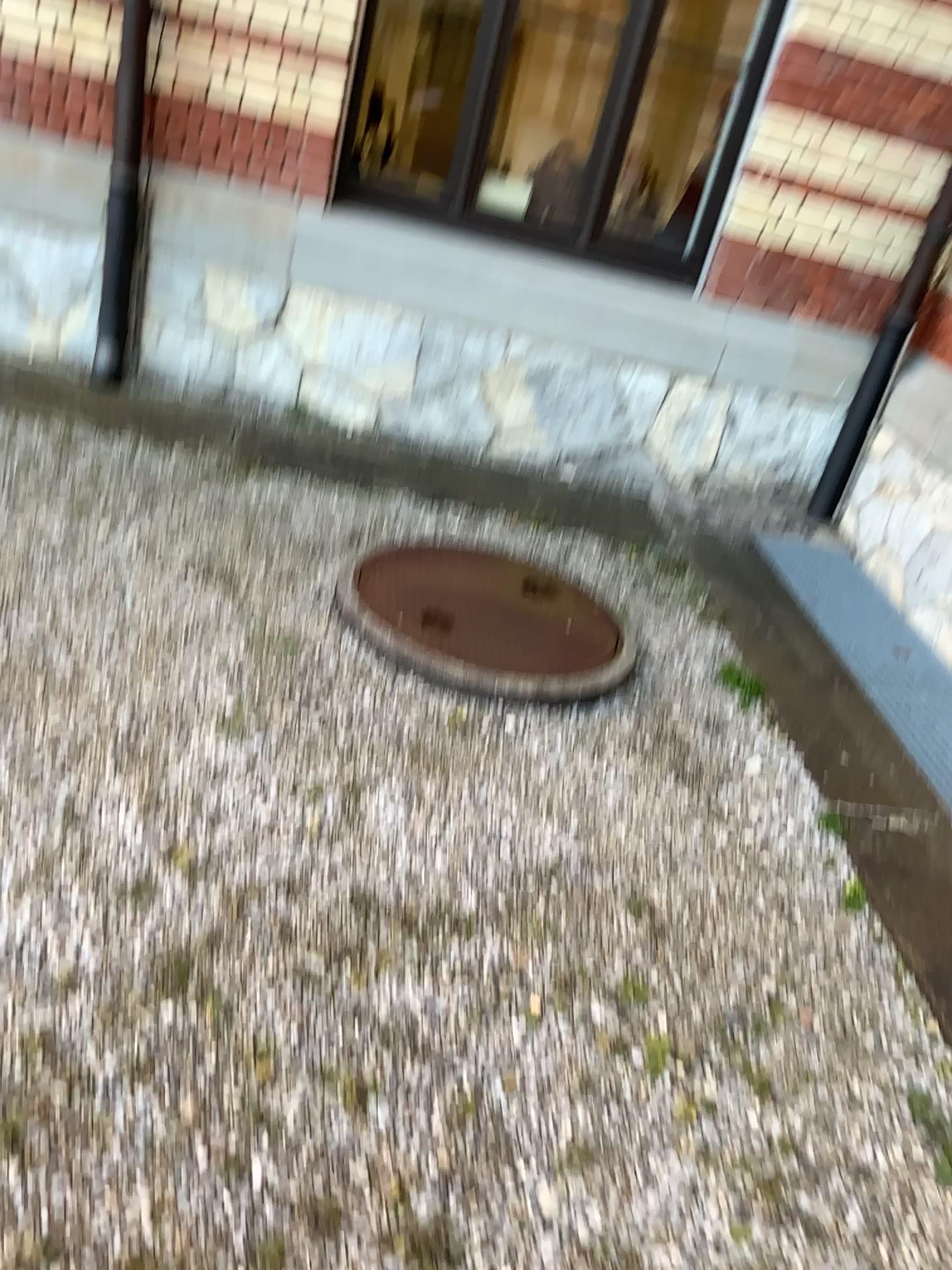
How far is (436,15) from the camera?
4.2 meters

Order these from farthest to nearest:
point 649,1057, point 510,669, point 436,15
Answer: point 436,15 → point 510,669 → point 649,1057

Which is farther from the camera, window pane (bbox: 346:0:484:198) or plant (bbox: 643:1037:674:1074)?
window pane (bbox: 346:0:484:198)

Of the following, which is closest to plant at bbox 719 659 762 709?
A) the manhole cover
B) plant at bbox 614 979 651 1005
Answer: the manhole cover

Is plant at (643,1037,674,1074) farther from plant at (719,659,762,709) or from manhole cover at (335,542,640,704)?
plant at (719,659,762,709)

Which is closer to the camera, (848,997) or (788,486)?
(848,997)

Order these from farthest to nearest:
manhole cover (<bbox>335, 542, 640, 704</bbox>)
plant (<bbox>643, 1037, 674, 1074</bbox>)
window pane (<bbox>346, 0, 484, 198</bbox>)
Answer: window pane (<bbox>346, 0, 484, 198</bbox>) → manhole cover (<bbox>335, 542, 640, 704</bbox>) → plant (<bbox>643, 1037, 674, 1074</bbox>)

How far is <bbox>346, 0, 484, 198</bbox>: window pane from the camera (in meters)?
4.24

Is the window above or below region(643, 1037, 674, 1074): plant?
above

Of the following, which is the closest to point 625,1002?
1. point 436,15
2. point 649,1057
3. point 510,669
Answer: point 649,1057
